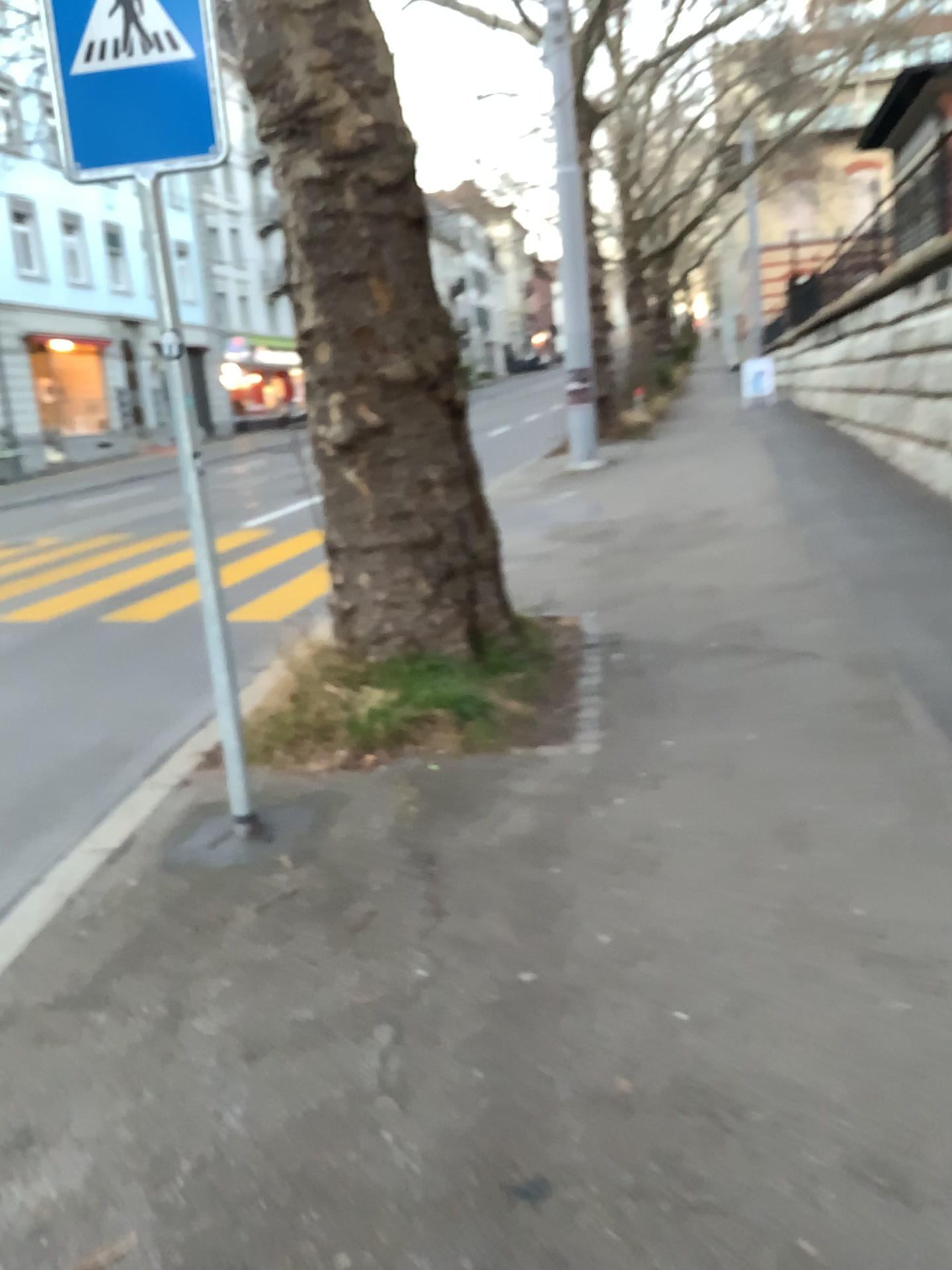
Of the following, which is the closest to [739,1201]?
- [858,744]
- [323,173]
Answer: [858,744]

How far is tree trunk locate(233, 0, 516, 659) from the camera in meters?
4.7

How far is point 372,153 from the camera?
4.7 meters
